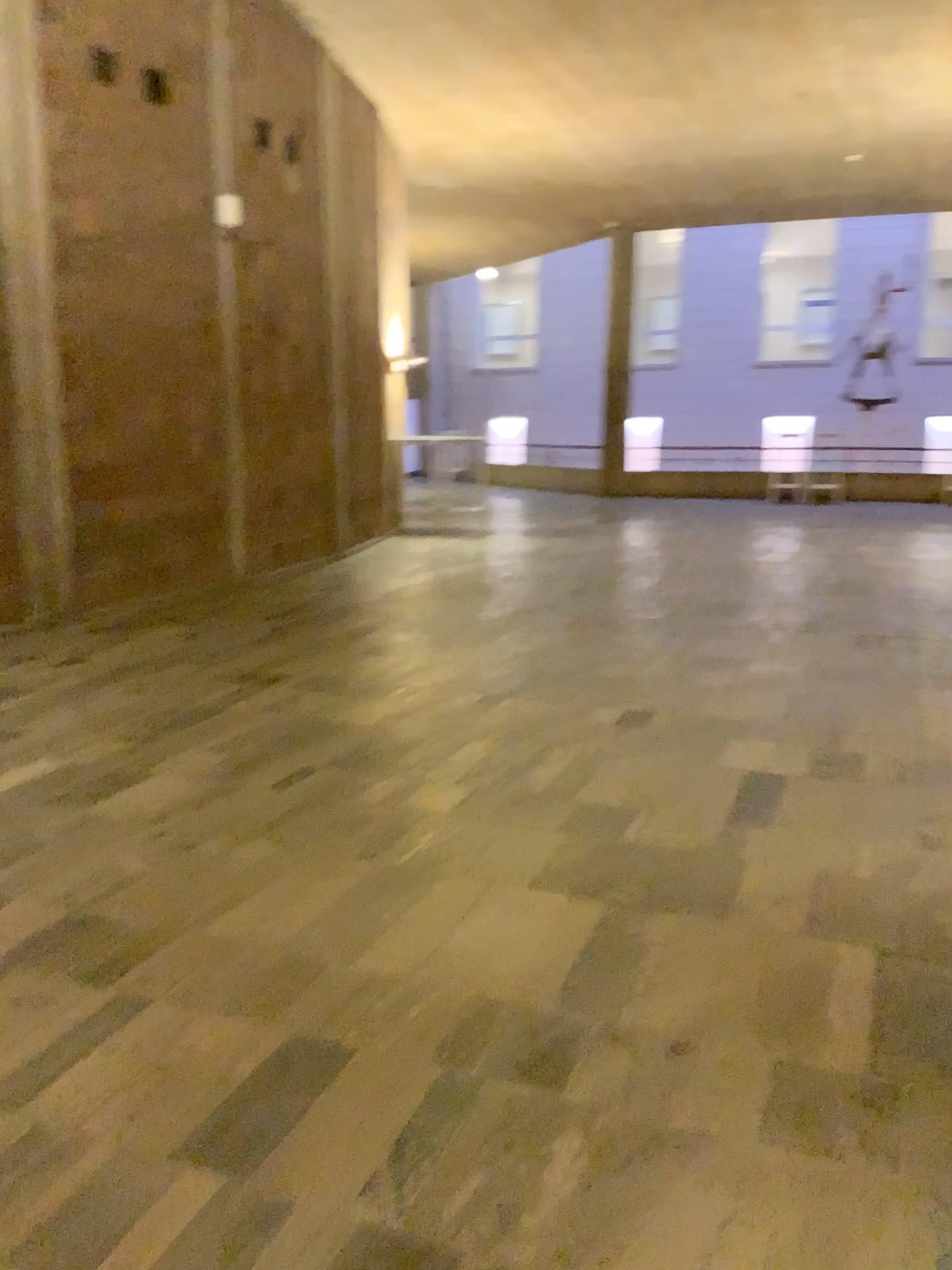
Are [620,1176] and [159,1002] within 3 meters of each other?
yes
